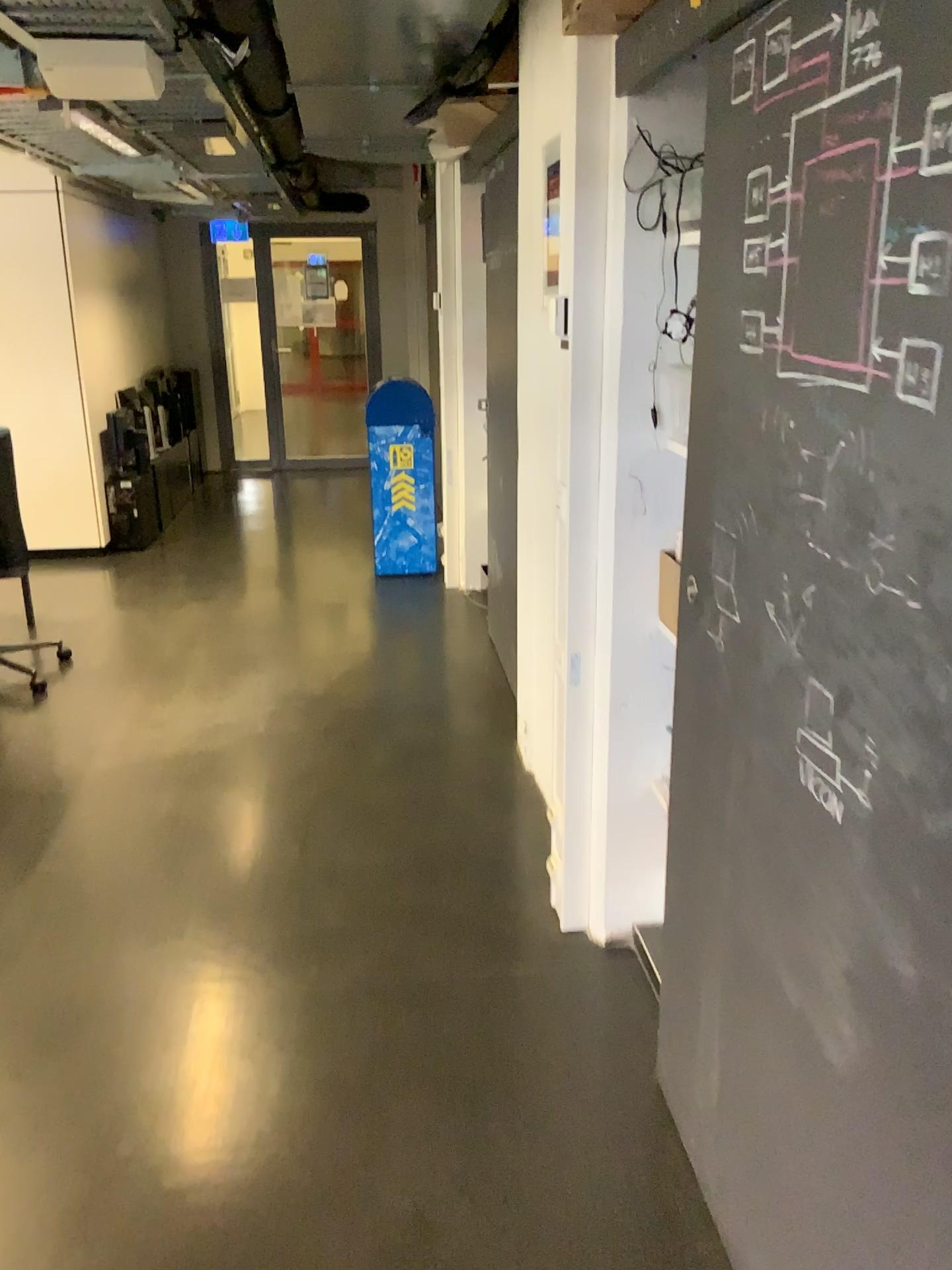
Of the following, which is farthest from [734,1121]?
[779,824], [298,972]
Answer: [298,972]

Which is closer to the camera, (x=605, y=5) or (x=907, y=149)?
(x=907, y=149)

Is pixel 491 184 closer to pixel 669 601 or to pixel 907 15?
pixel 669 601

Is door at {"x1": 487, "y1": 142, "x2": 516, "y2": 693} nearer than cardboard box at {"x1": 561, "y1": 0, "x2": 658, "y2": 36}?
No

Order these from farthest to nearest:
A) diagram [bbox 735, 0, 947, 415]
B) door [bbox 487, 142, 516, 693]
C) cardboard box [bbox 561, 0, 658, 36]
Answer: door [bbox 487, 142, 516, 693]
cardboard box [bbox 561, 0, 658, 36]
diagram [bbox 735, 0, 947, 415]

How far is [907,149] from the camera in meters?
1.0 m

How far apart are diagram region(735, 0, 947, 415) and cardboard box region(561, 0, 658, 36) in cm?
69

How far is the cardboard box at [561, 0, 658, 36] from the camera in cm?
204

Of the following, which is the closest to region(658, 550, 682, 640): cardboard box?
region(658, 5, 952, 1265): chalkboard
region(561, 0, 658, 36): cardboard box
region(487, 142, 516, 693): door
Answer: region(658, 5, 952, 1265): chalkboard

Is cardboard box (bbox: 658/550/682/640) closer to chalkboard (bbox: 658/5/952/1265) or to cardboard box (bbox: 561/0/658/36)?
chalkboard (bbox: 658/5/952/1265)
